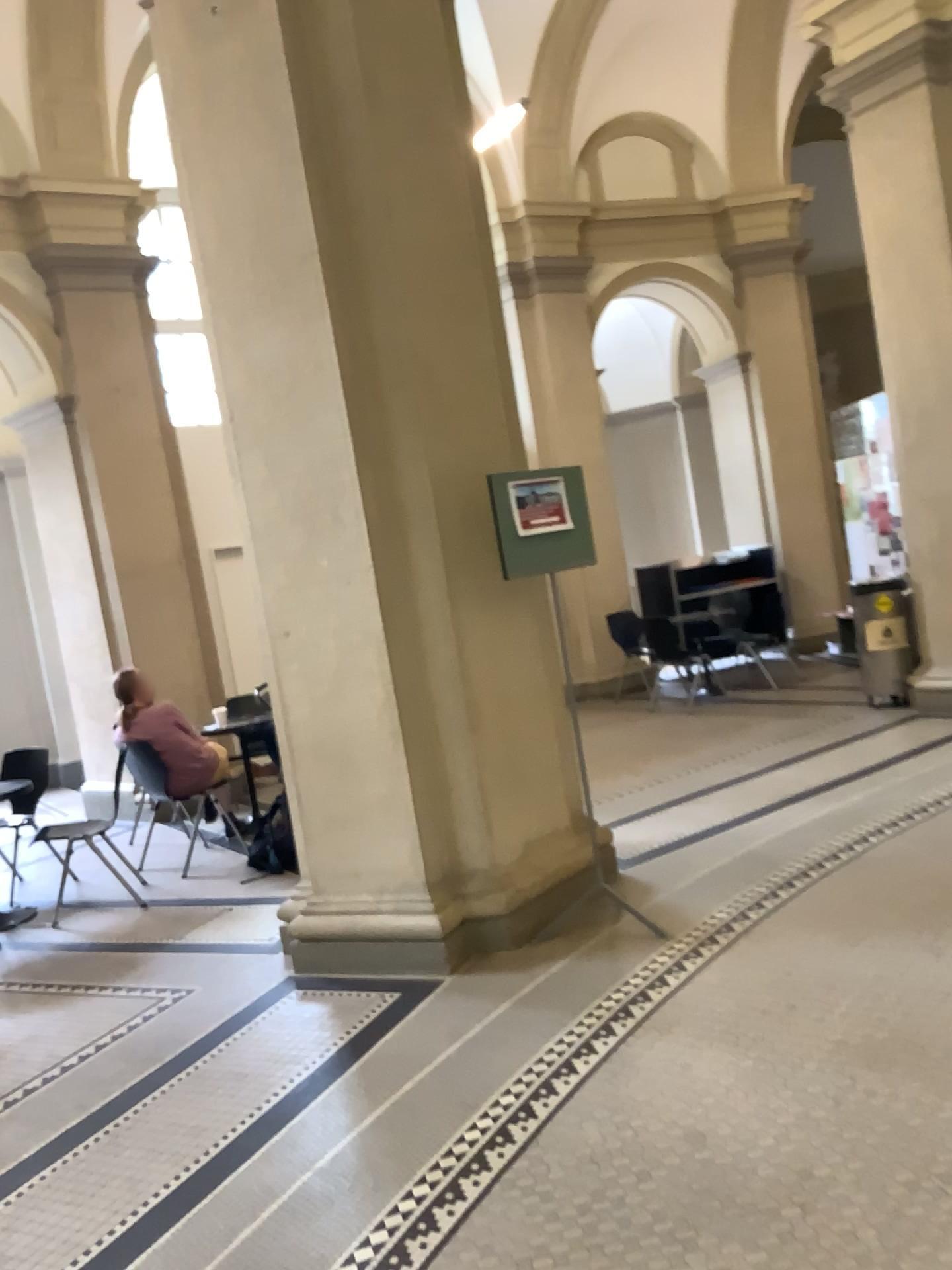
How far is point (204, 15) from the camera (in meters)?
3.98

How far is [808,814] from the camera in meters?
5.1

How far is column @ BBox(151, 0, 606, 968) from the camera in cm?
398
